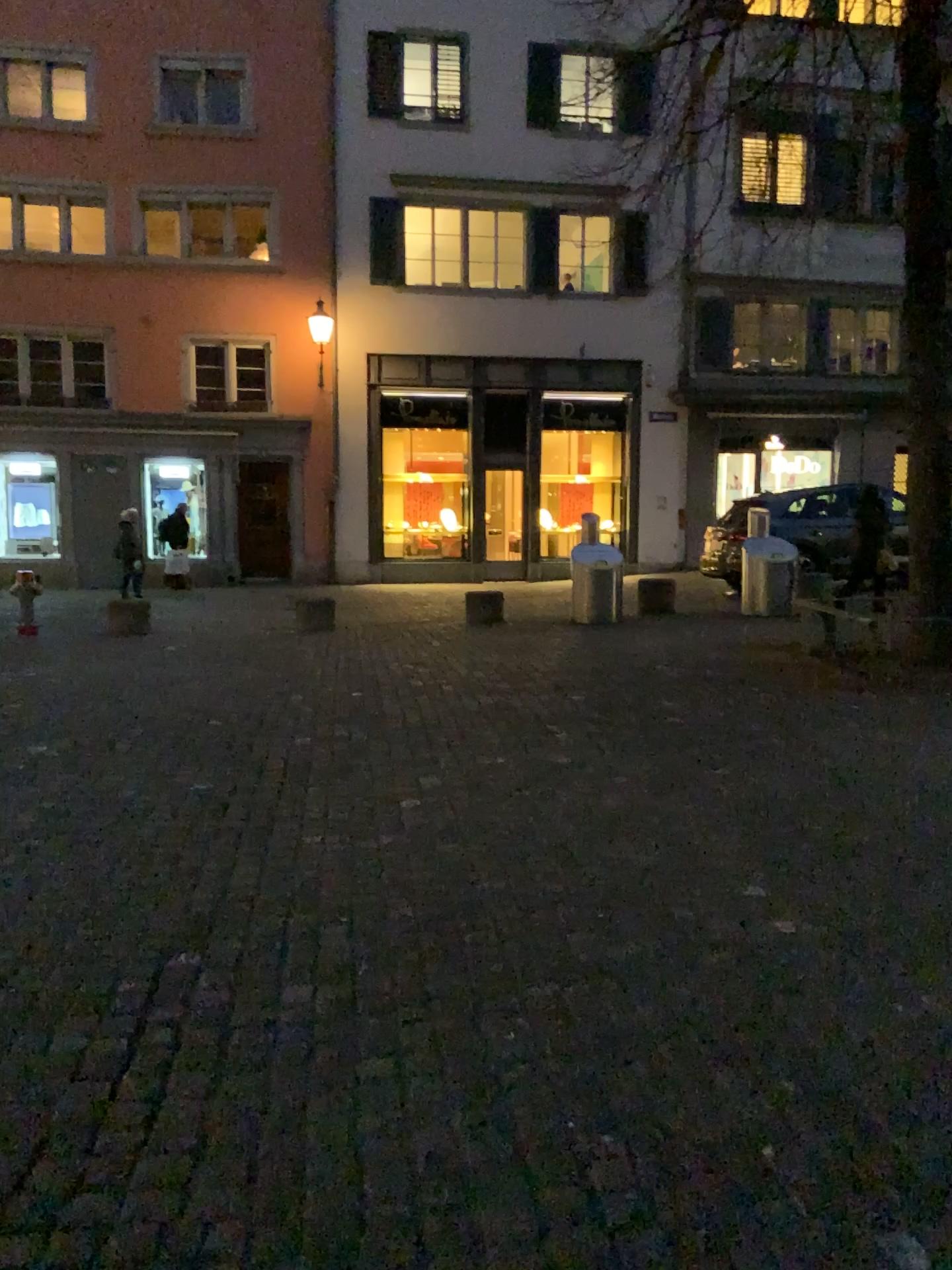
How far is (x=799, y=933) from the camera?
3.1m
